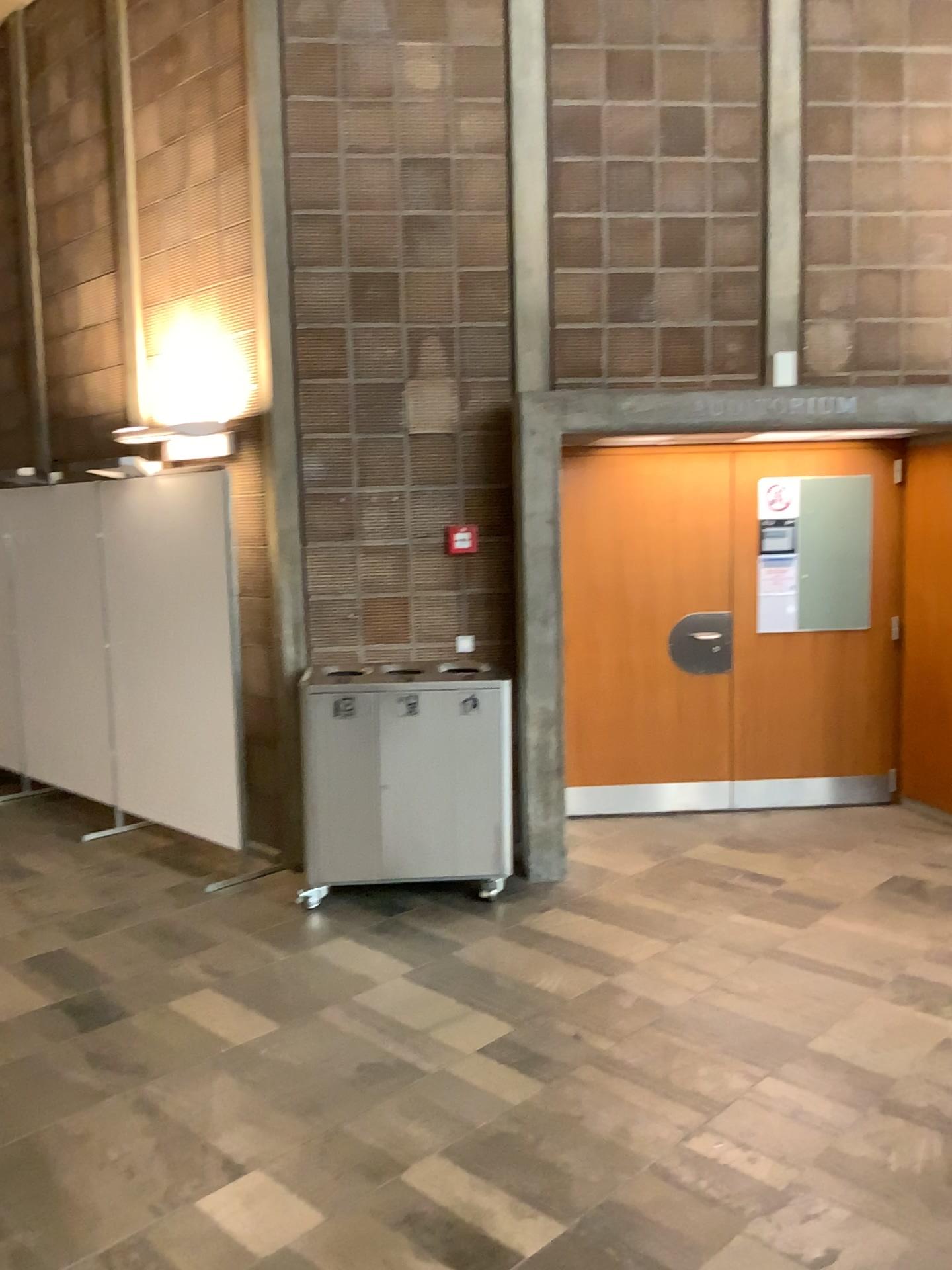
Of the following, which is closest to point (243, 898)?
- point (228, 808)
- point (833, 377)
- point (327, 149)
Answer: point (228, 808)

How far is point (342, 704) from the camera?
4.5m

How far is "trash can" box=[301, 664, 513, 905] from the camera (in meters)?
4.53
